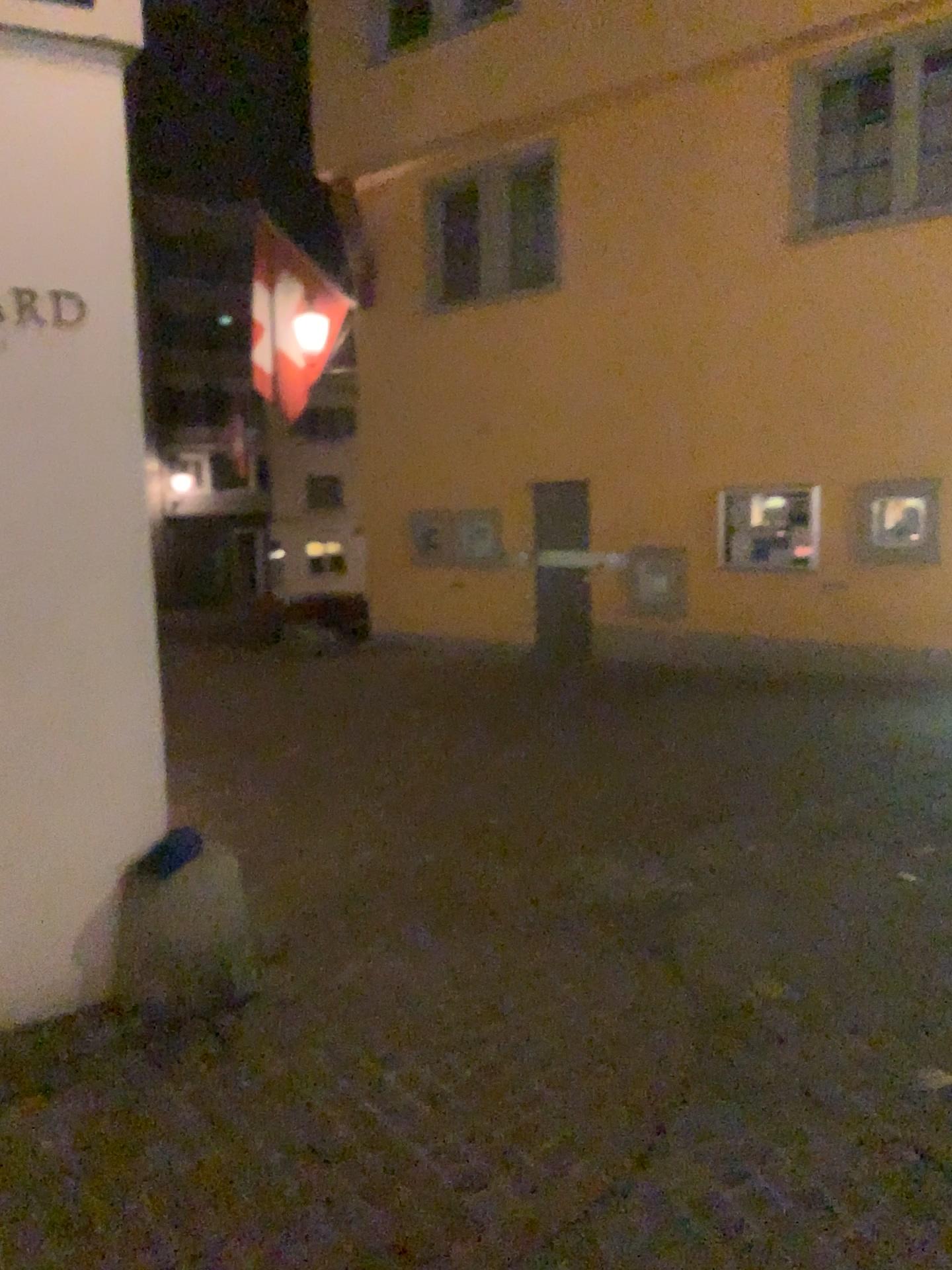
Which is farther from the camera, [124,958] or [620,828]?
[620,828]
